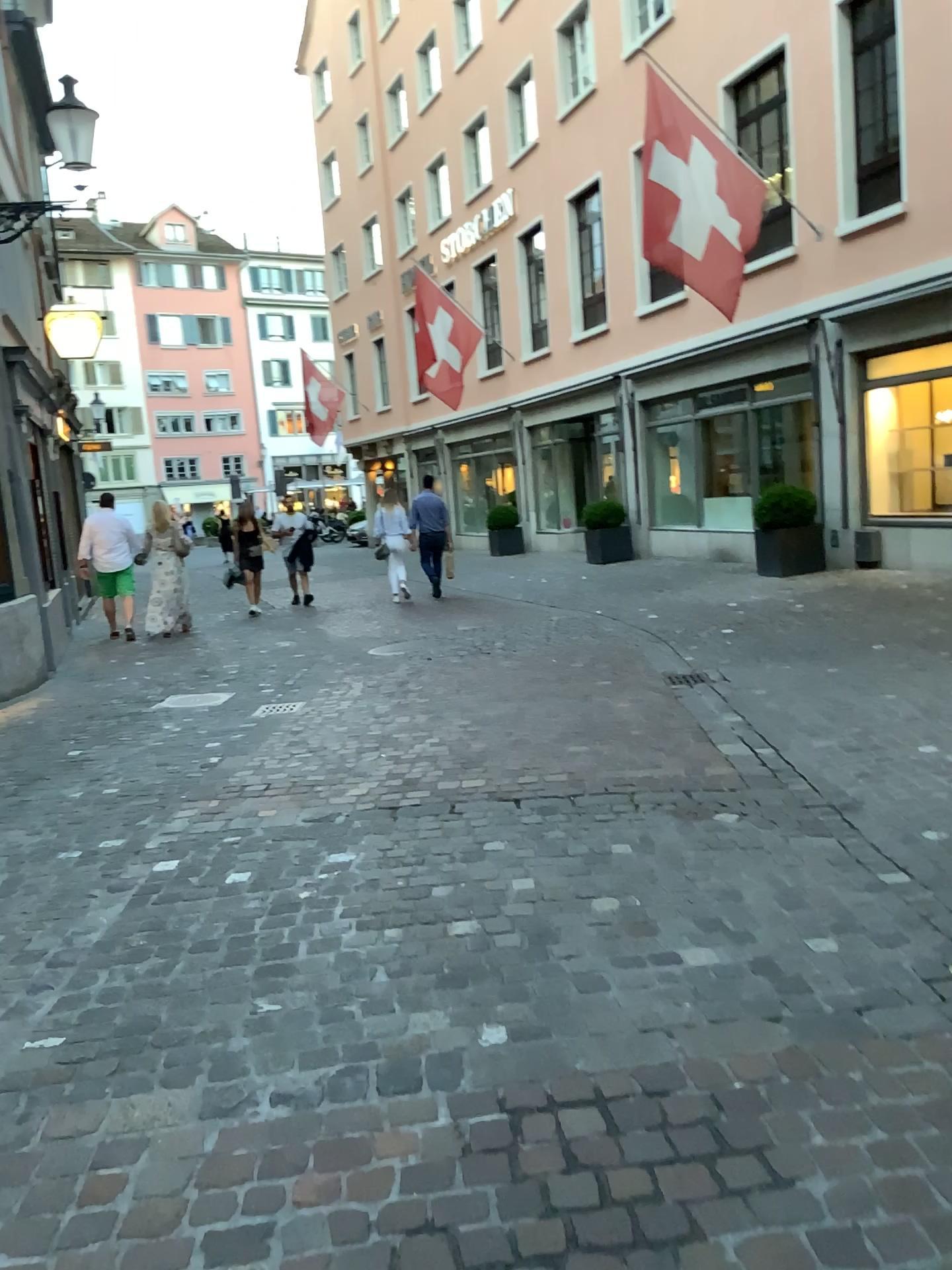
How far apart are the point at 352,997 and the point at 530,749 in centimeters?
262cm
